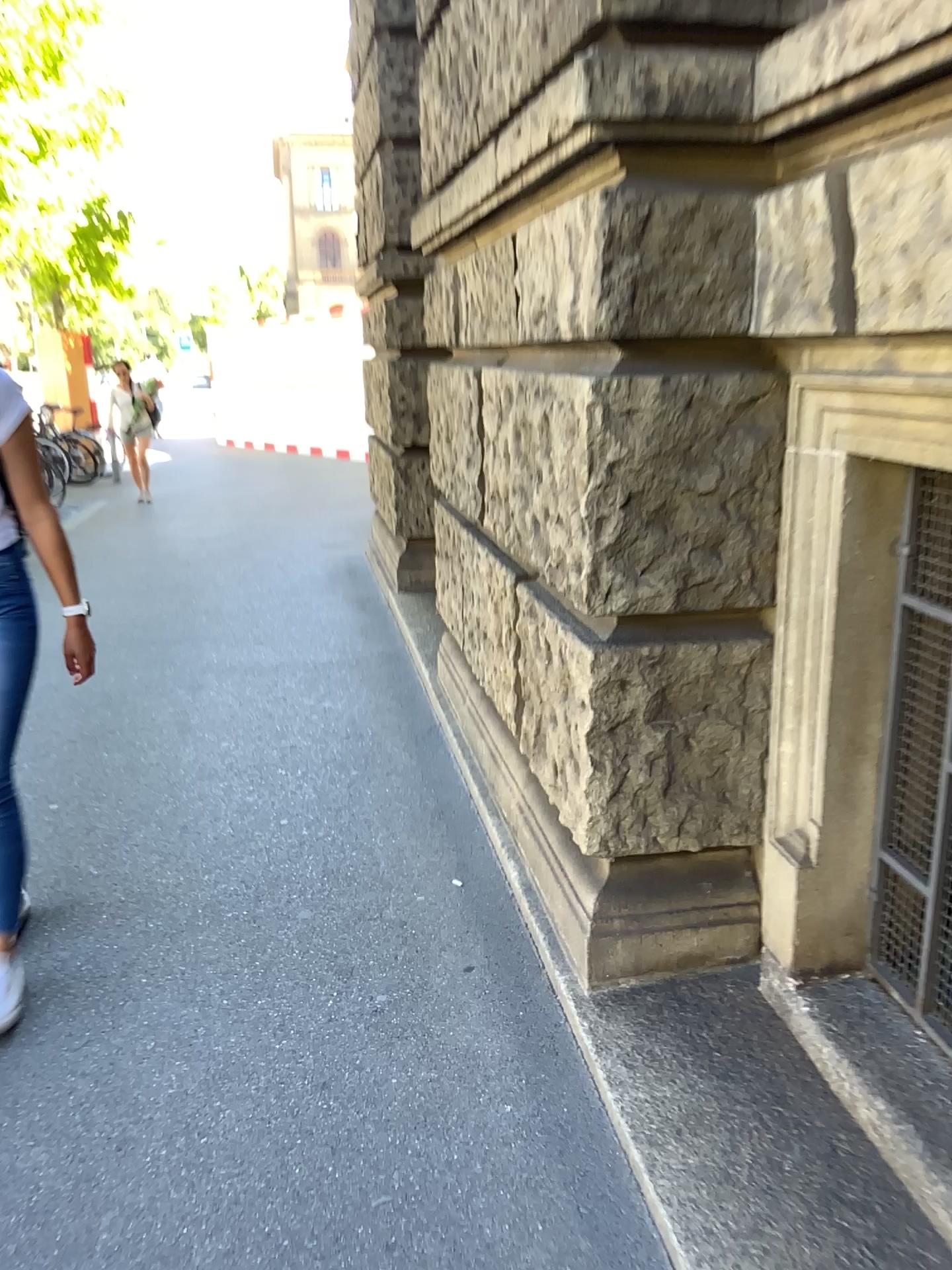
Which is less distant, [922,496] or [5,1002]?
[922,496]

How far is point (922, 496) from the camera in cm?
182

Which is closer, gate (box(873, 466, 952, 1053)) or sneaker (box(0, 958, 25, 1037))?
gate (box(873, 466, 952, 1053))

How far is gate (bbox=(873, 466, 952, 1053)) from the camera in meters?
1.8

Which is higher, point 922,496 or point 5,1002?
point 922,496

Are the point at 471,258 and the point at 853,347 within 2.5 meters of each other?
yes
